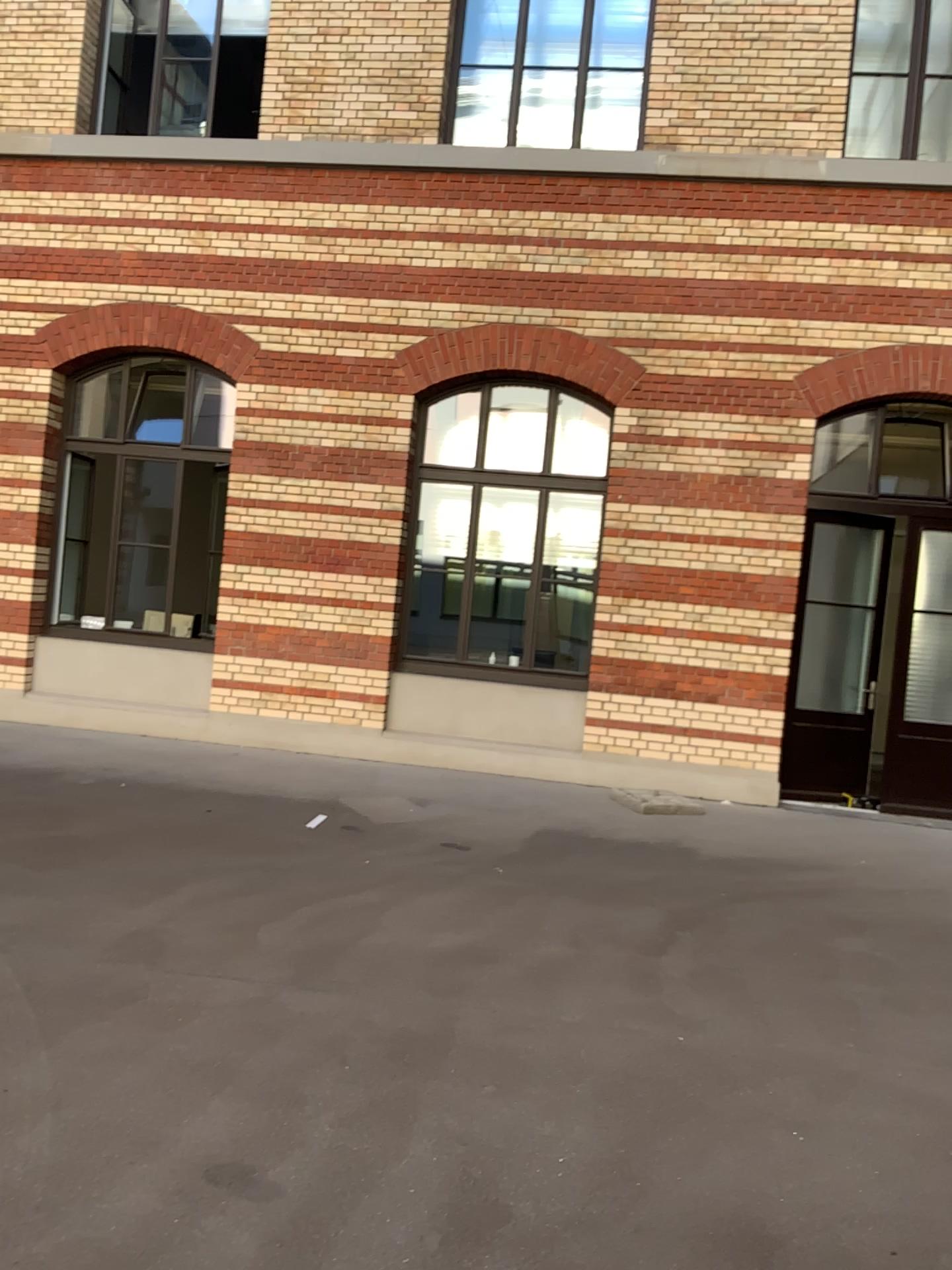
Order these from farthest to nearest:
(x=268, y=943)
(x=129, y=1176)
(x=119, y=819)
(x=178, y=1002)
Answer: (x=119, y=819), (x=268, y=943), (x=178, y=1002), (x=129, y=1176)
